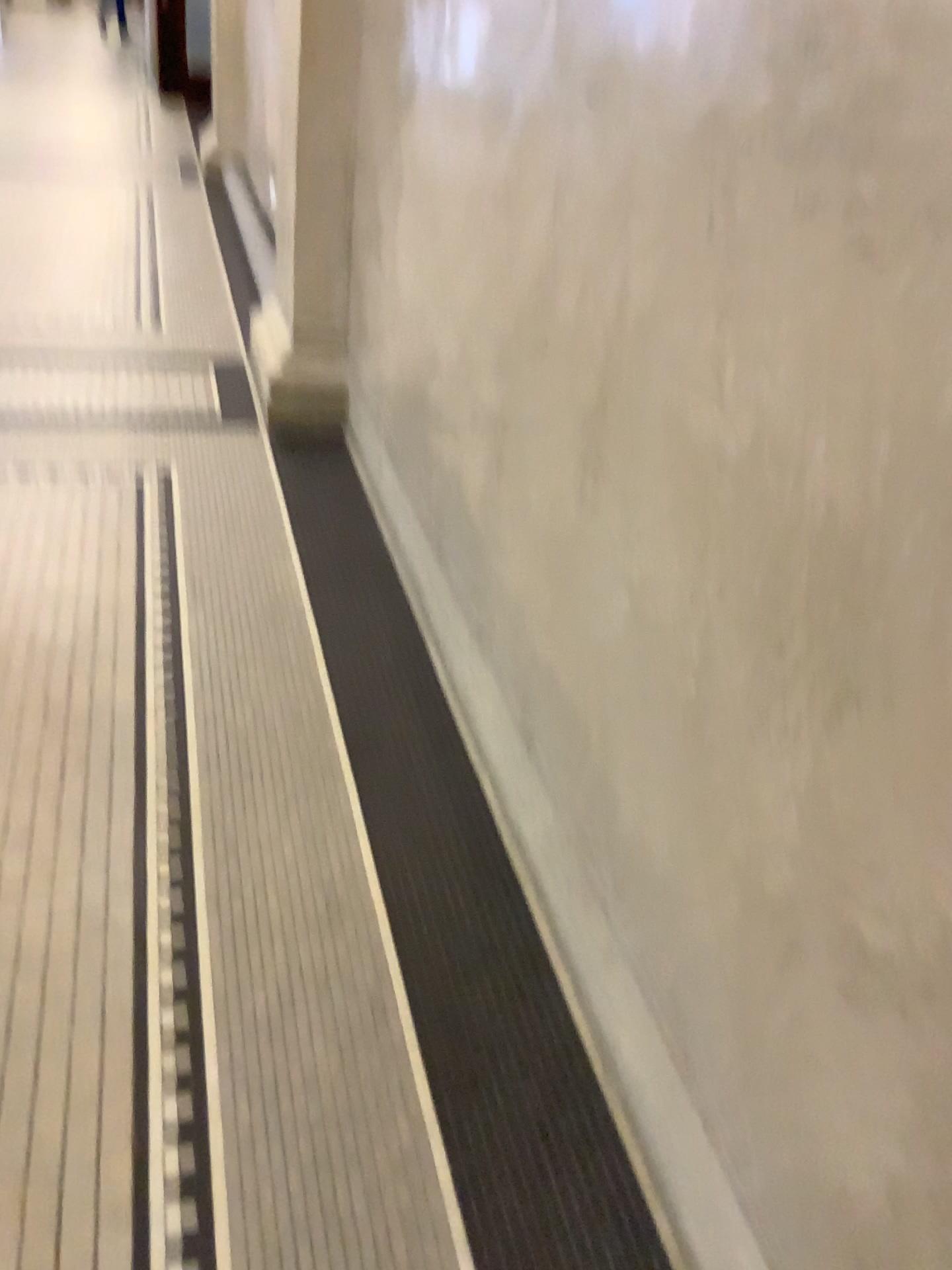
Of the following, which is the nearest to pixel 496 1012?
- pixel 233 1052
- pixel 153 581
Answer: pixel 233 1052
